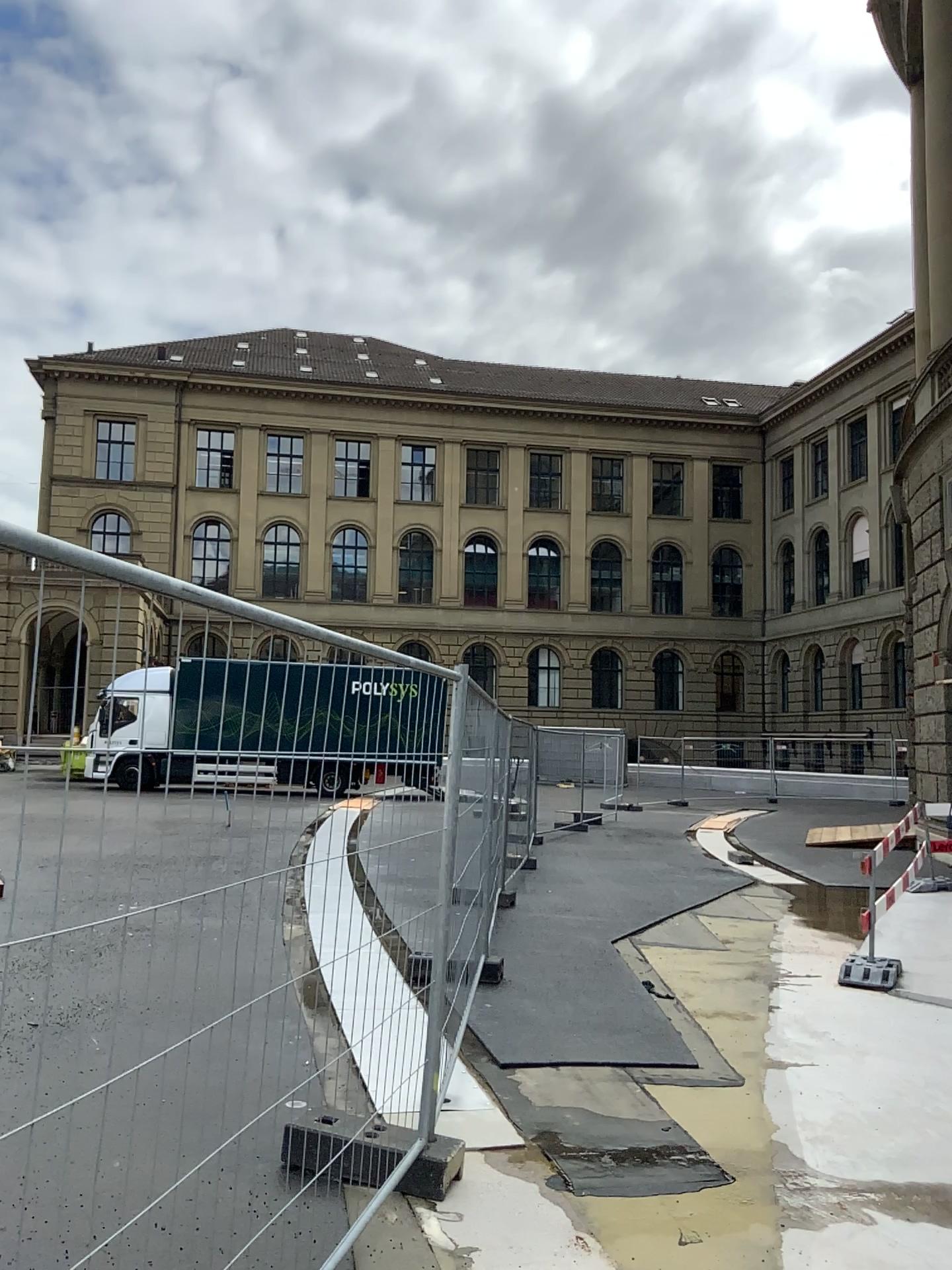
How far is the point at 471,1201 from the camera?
3.9 meters
